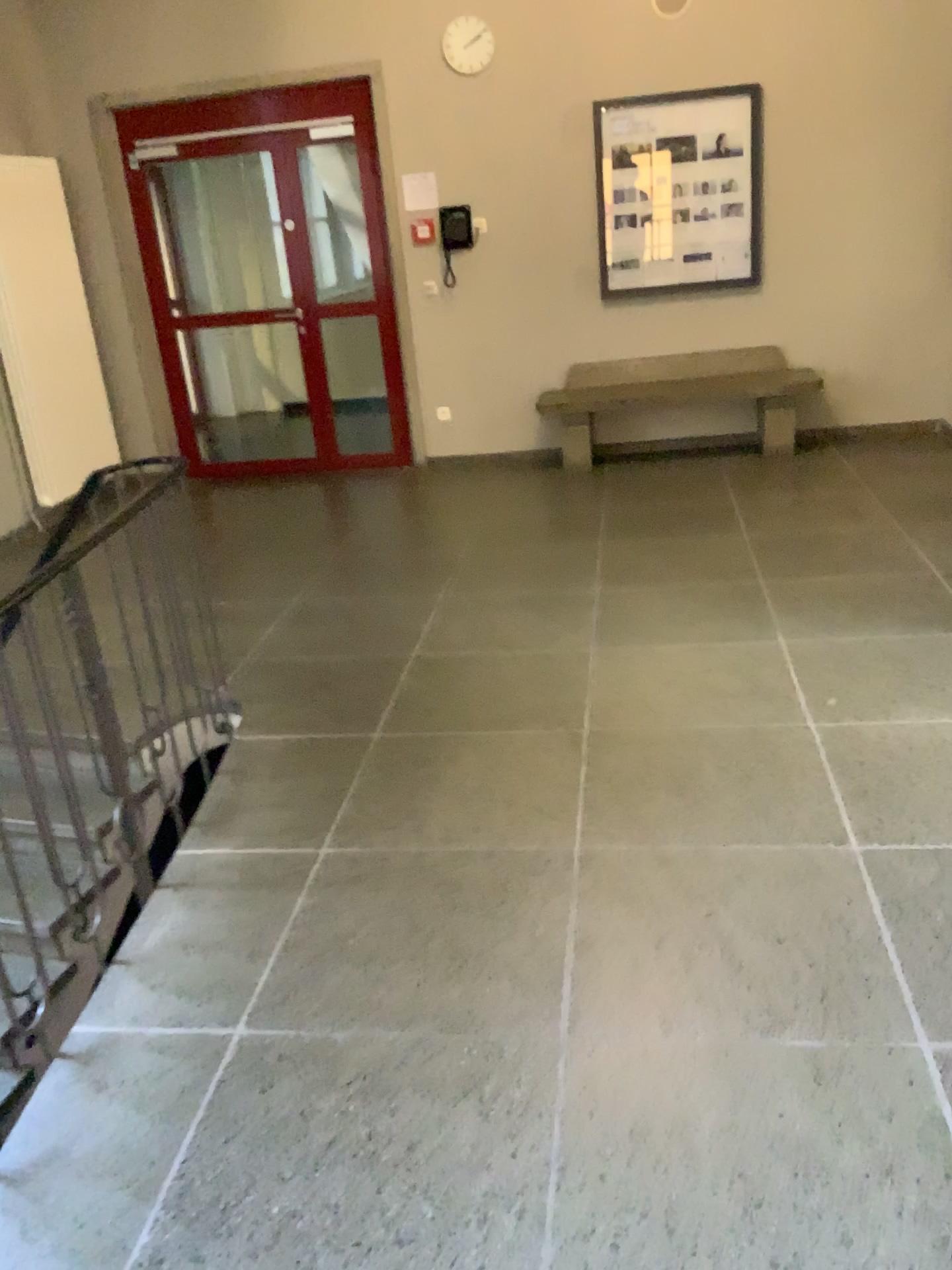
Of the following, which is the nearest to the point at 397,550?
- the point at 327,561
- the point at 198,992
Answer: the point at 327,561
